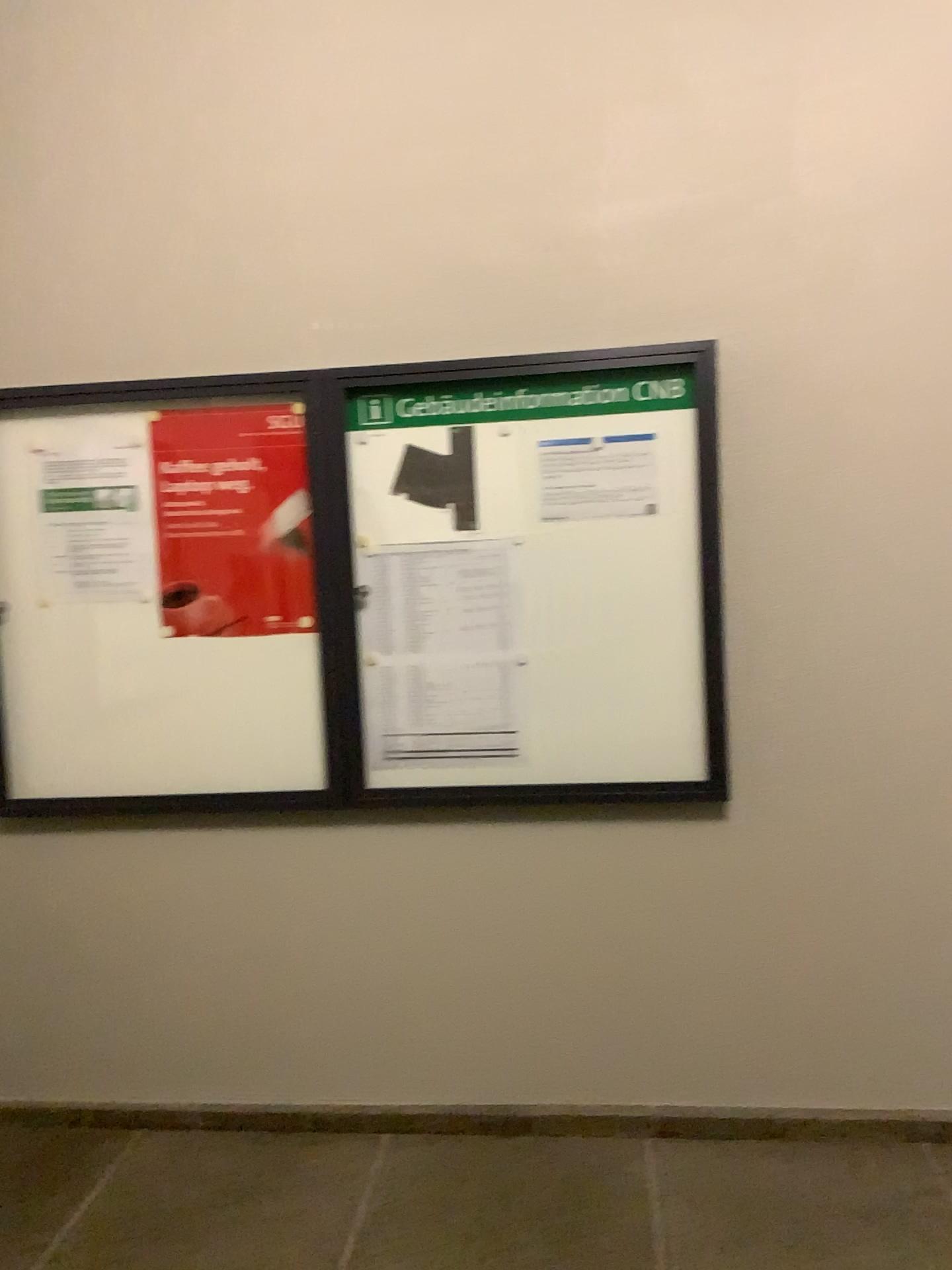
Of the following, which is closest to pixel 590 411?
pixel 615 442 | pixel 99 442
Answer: A: pixel 615 442

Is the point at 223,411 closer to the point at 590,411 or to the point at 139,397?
the point at 139,397

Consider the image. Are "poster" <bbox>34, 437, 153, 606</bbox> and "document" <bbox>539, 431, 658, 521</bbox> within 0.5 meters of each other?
no

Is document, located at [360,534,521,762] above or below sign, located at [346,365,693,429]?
below

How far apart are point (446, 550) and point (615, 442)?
0.50m

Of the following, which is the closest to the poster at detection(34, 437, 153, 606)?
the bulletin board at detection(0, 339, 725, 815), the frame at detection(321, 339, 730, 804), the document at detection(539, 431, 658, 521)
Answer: the bulletin board at detection(0, 339, 725, 815)

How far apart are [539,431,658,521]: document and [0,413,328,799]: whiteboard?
0.68m

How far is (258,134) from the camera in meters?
2.7 m

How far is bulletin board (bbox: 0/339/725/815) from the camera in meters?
Result: 2.6 m

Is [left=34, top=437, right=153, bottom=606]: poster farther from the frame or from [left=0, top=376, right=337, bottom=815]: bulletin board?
the frame
